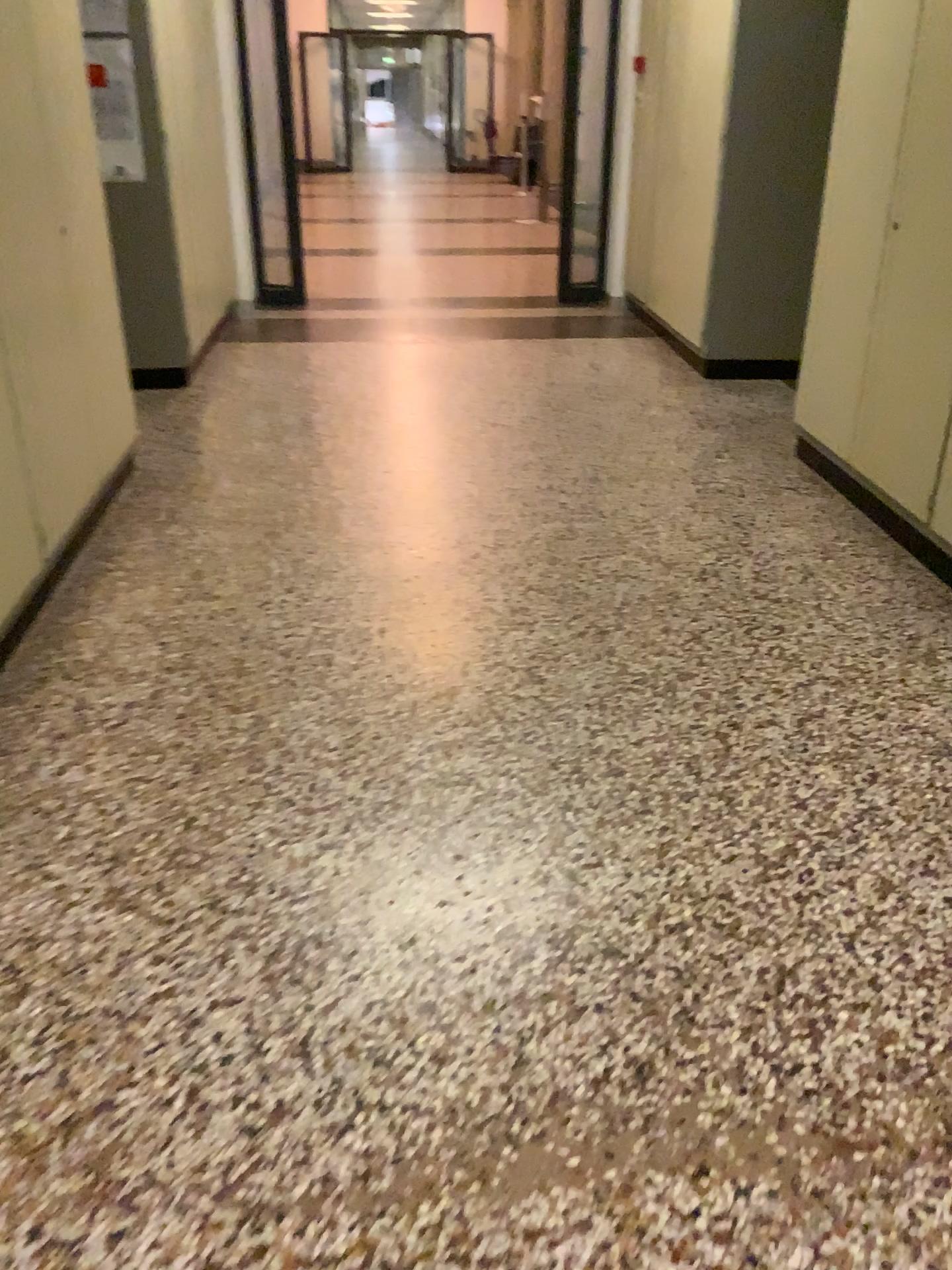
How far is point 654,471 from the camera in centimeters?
424cm
